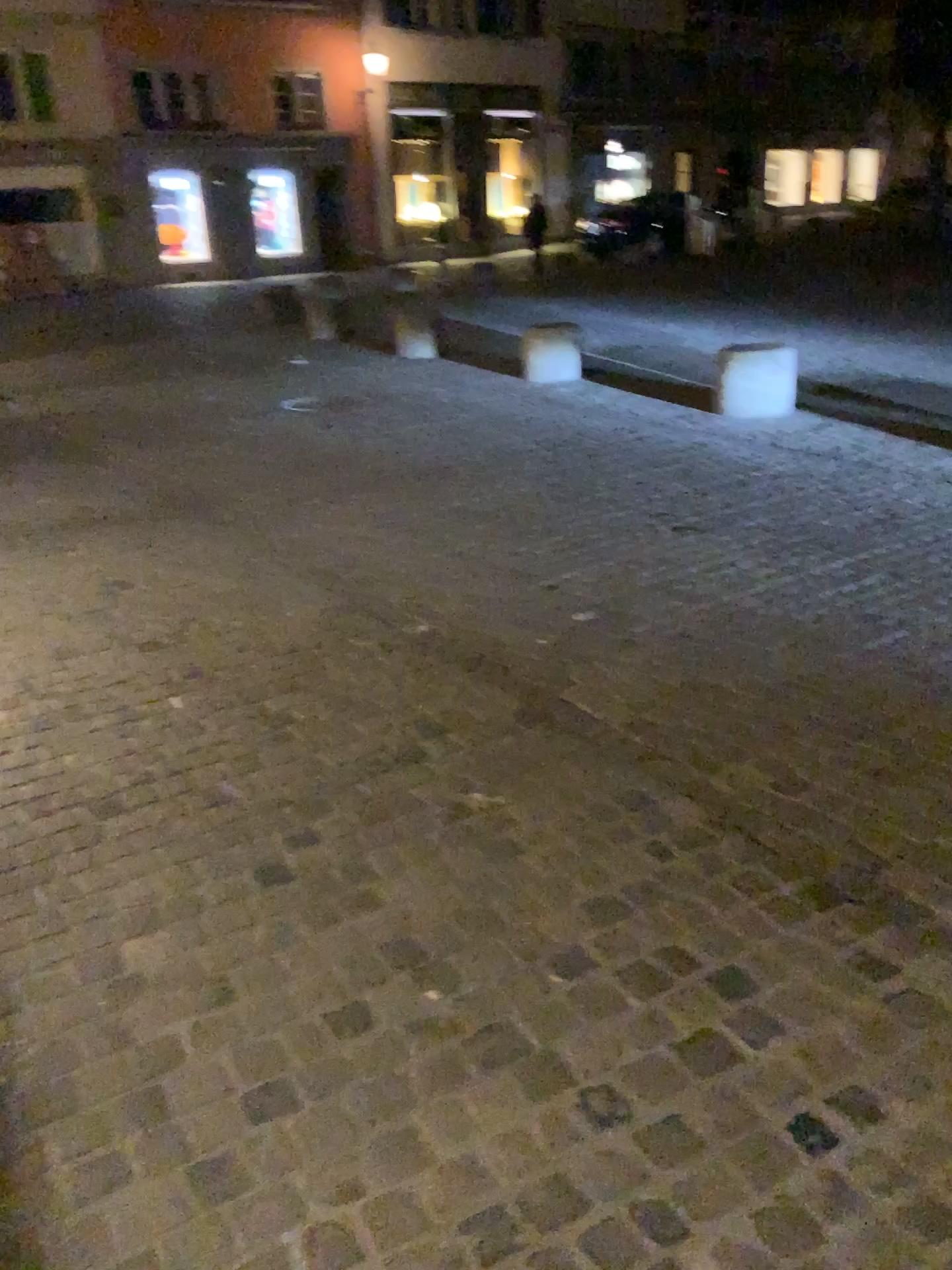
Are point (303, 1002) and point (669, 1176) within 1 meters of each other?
yes
